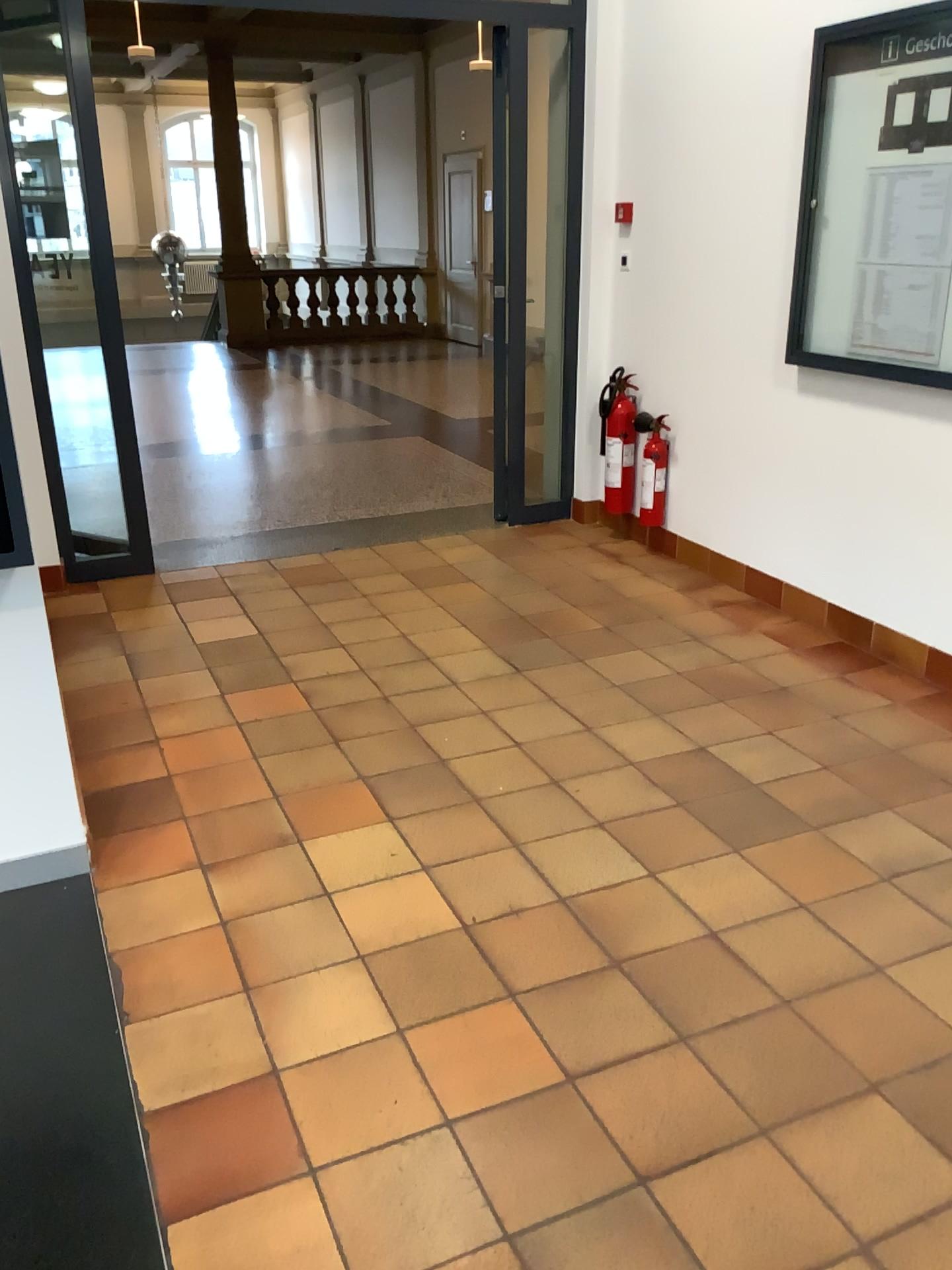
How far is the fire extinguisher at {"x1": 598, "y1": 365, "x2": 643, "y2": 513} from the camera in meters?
4.9 m

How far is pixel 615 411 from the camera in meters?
4.9 m

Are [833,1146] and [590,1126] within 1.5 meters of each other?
yes
